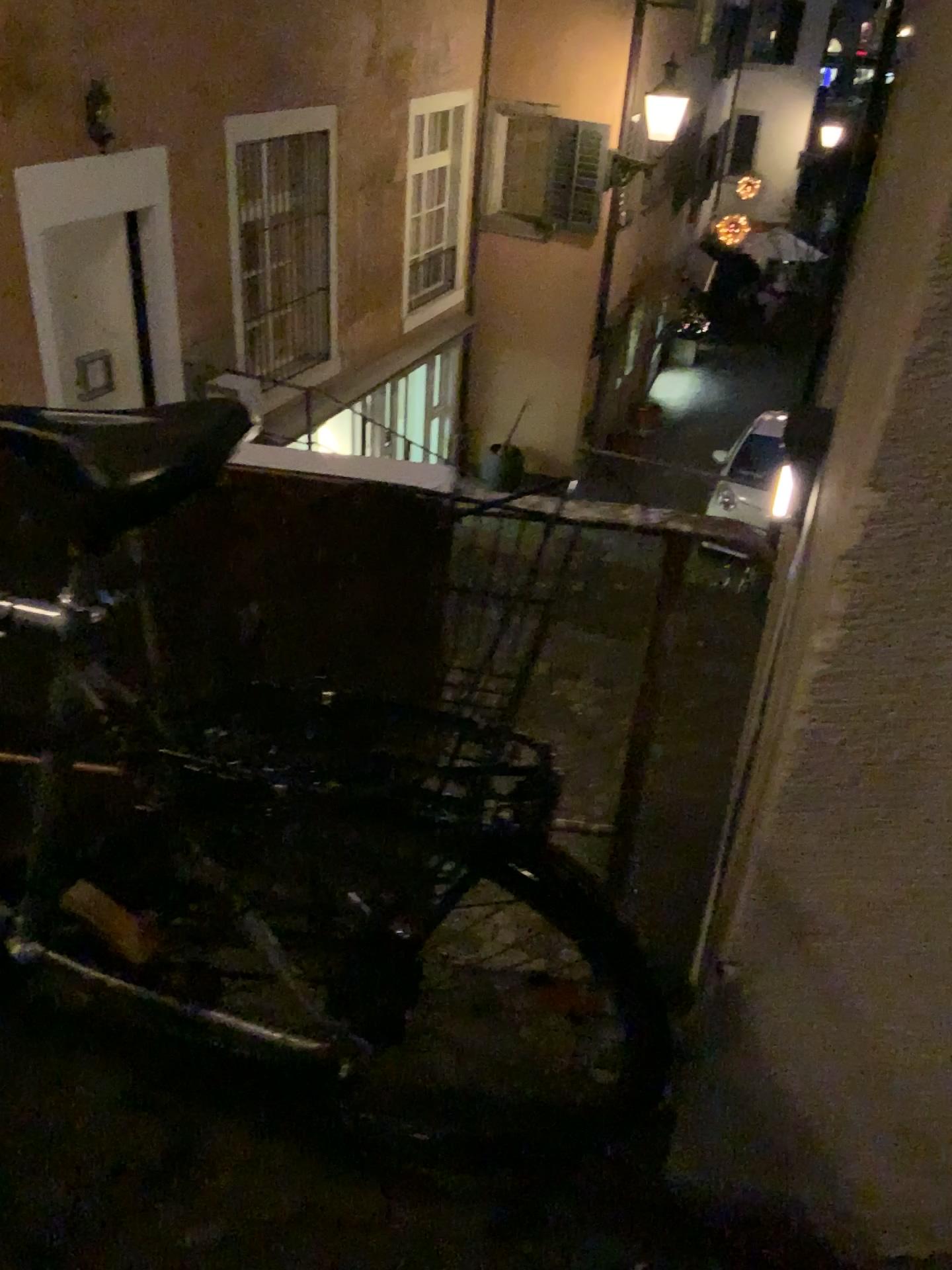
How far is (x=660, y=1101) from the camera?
1.26m
